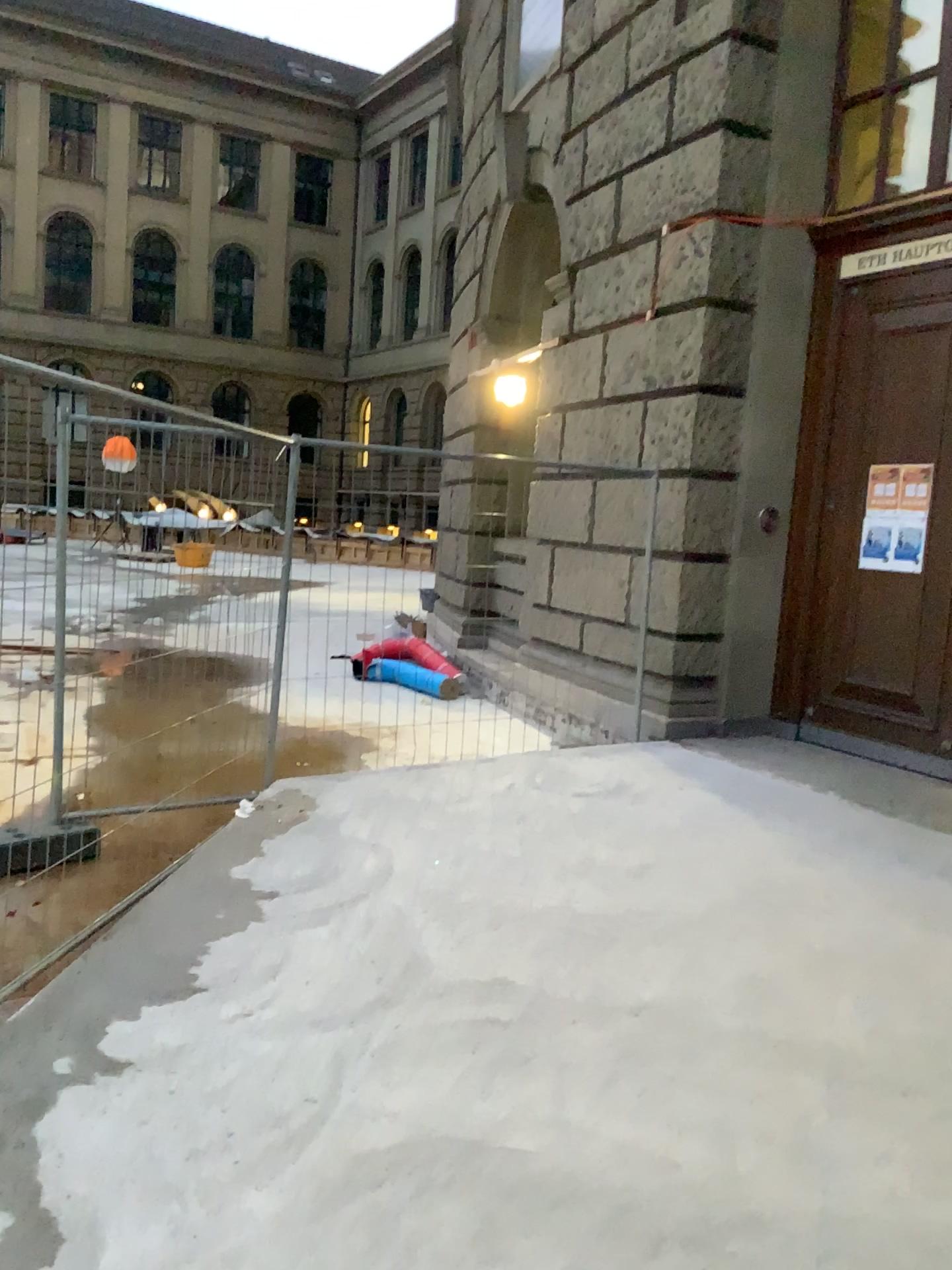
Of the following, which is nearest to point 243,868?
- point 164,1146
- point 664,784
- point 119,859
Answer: point 119,859
